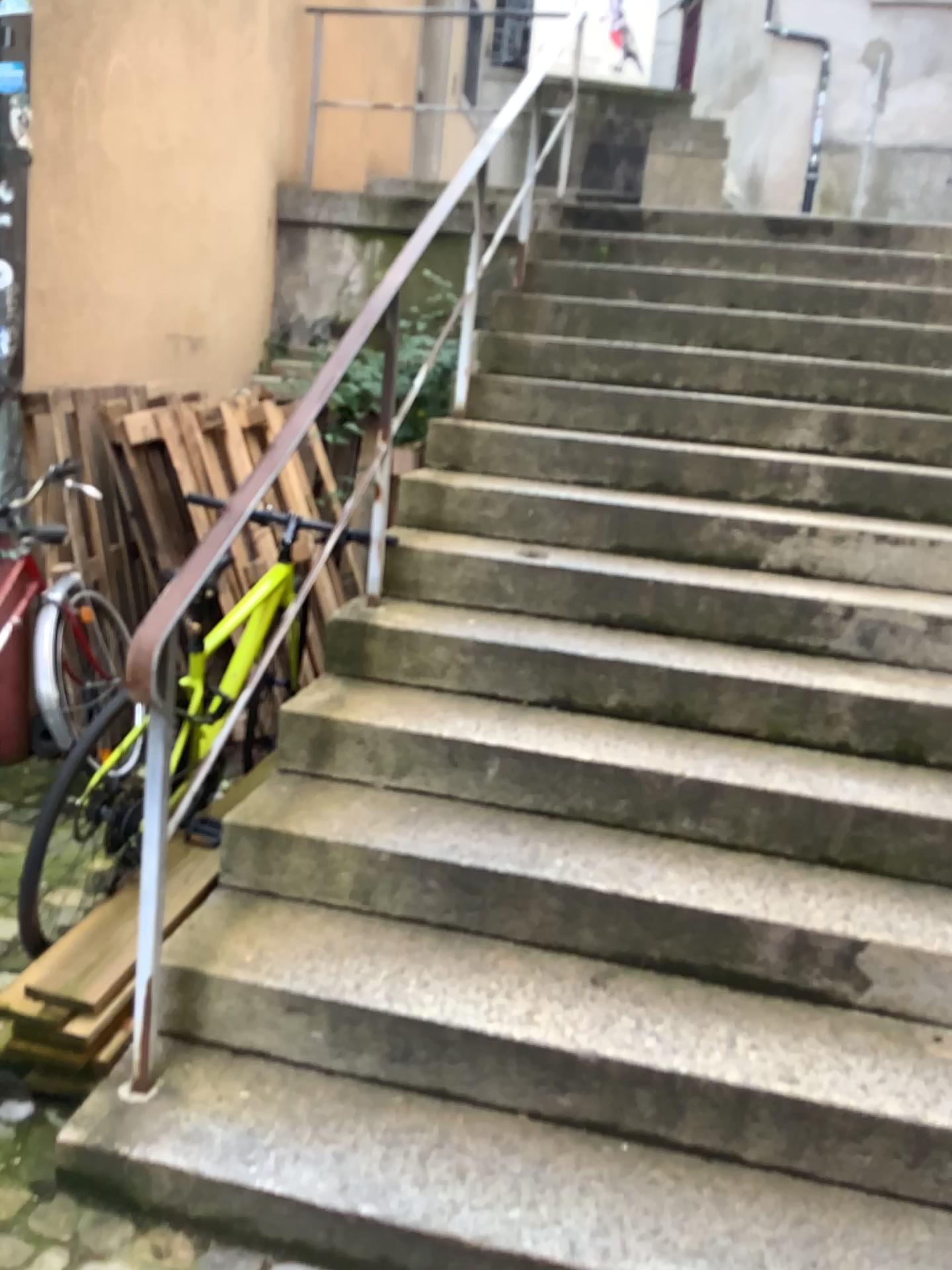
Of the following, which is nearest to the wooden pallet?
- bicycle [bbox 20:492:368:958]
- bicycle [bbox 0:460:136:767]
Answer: bicycle [bbox 20:492:368:958]

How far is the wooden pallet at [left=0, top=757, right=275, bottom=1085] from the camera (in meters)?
2.00

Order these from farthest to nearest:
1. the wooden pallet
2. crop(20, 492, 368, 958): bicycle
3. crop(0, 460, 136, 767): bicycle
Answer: crop(0, 460, 136, 767): bicycle < crop(20, 492, 368, 958): bicycle < the wooden pallet

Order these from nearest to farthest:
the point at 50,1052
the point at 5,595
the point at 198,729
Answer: the point at 50,1052 → the point at 198,729 → the point at 5,595

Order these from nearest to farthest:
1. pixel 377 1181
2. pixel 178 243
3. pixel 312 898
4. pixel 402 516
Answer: pixel 377 1181
pixel 312 898
pixel 402 516
pixel 178 243

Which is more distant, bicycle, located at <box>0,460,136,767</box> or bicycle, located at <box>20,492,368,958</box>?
bicycle, located at <box>0,460,136,767</box>

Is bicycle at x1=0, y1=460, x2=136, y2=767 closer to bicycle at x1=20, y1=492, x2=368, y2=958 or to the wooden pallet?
bicycle at x1=20, y1=492, x2=368, y2=958

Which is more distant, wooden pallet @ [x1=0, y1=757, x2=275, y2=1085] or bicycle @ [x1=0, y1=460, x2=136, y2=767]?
bicycle @ [x1=0, y1=460, x2=136, y2=767]

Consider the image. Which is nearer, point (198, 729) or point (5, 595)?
point (198, 729)

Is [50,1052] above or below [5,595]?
below
